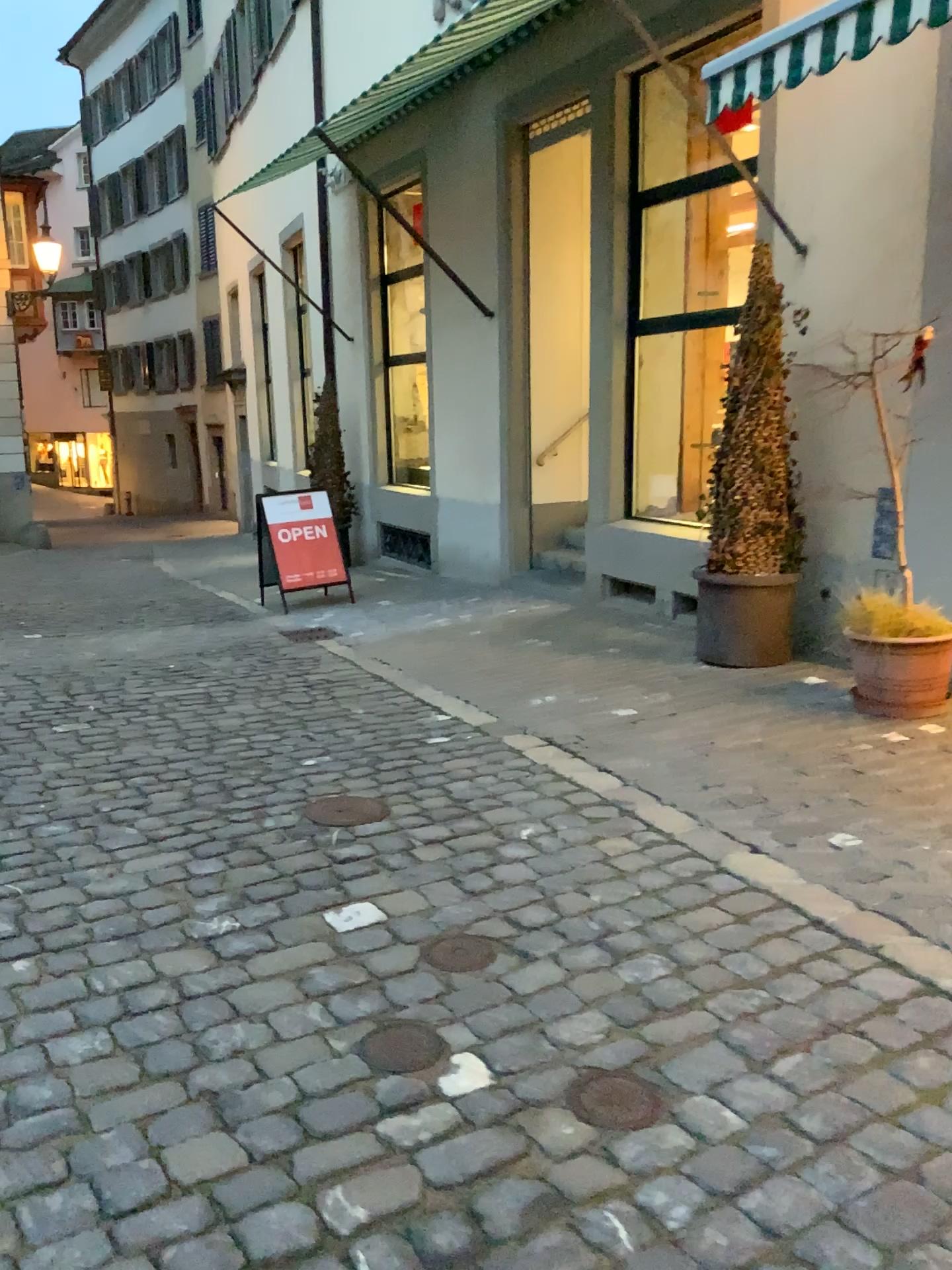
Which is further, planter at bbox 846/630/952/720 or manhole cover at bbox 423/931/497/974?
planter at bbox 846/630/952/720

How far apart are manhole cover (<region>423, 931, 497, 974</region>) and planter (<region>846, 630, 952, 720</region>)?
2.53m

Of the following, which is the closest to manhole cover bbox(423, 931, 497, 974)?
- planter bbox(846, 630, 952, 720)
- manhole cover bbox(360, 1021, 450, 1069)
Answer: manhole cover bbox(360, 1021, 450, 1069)

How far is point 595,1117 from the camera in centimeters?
209cm

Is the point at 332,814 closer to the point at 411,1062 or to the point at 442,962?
the point at 442,962

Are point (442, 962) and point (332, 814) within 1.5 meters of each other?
yes

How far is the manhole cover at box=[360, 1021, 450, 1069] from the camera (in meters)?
2.27

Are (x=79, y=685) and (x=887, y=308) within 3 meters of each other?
no

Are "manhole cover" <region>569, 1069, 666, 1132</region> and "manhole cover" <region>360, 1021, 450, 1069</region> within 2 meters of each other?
yes

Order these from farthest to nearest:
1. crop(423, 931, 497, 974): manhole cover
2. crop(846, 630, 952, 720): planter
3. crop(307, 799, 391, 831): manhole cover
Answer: crop(846, 630, 952, 720): planter
crop(307, 799, 391, 831): manhole cover
crop(423, 931, 497, 974): manhole cover
